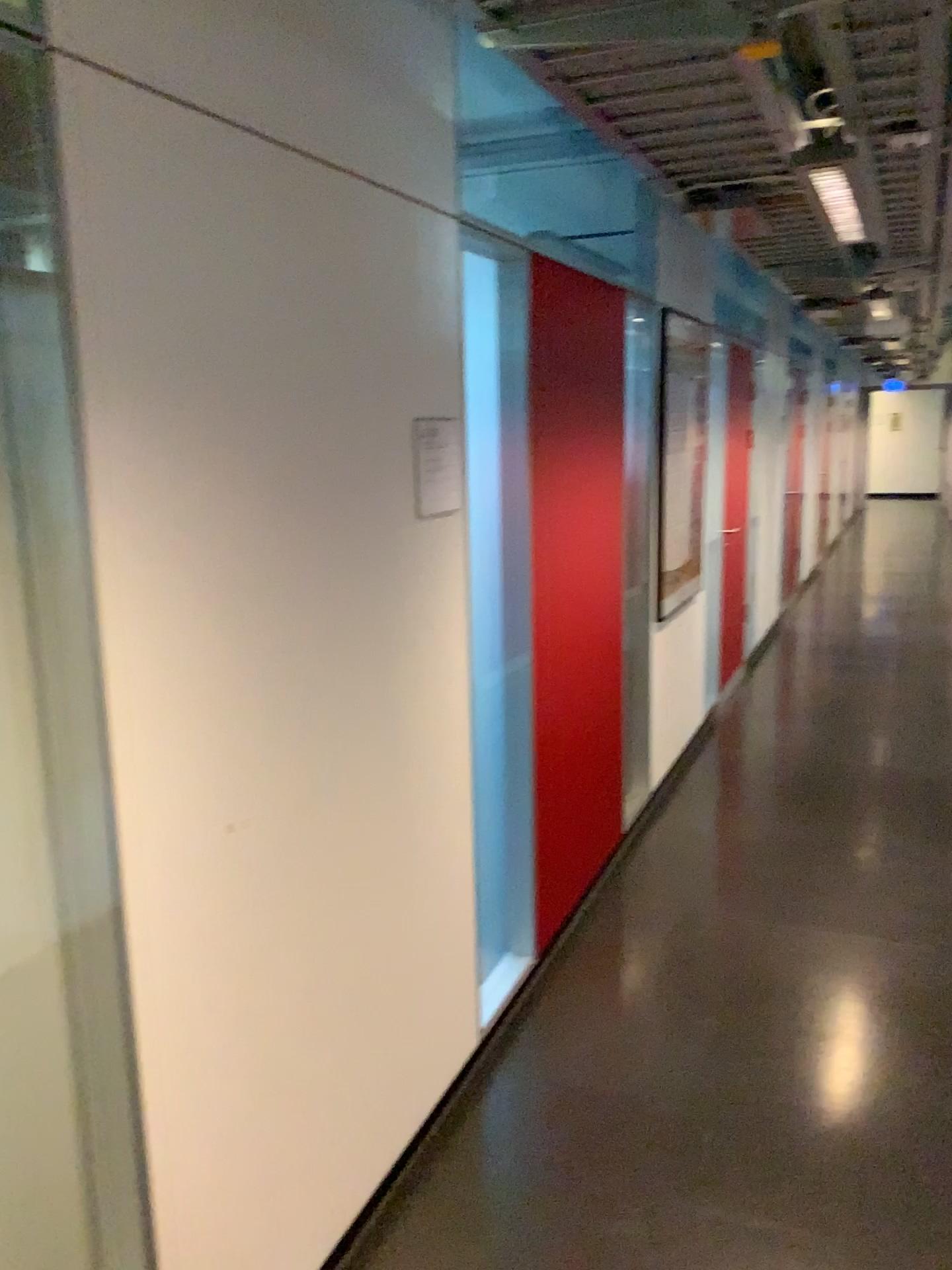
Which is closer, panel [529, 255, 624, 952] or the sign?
the sign

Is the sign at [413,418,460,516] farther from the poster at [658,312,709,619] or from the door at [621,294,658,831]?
the poster at [658,312,709,619]

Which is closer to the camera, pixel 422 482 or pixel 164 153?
pixel 164 153

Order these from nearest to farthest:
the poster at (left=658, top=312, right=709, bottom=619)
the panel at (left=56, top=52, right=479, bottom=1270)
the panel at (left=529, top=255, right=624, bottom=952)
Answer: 1. the panel at (left=56, top=52, right=479, bottom=1270)
2. the panel at (left=529, top=255, right=624, bottom=952)
3. the poster at (left=658, top=312, right=709, bottom=619)

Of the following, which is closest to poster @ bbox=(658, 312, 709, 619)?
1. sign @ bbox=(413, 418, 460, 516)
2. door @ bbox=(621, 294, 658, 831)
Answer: door @ bbox=(621, 294, 658, 831)

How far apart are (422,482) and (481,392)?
0.42m

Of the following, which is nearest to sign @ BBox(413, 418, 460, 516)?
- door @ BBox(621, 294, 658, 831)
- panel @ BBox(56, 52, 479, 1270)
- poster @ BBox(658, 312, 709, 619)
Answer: panel @ BBox(56, 52, 479, 1270)

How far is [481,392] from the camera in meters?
2.6

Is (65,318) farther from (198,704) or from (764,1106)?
(764,1106)

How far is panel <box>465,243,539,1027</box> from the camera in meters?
2.6
